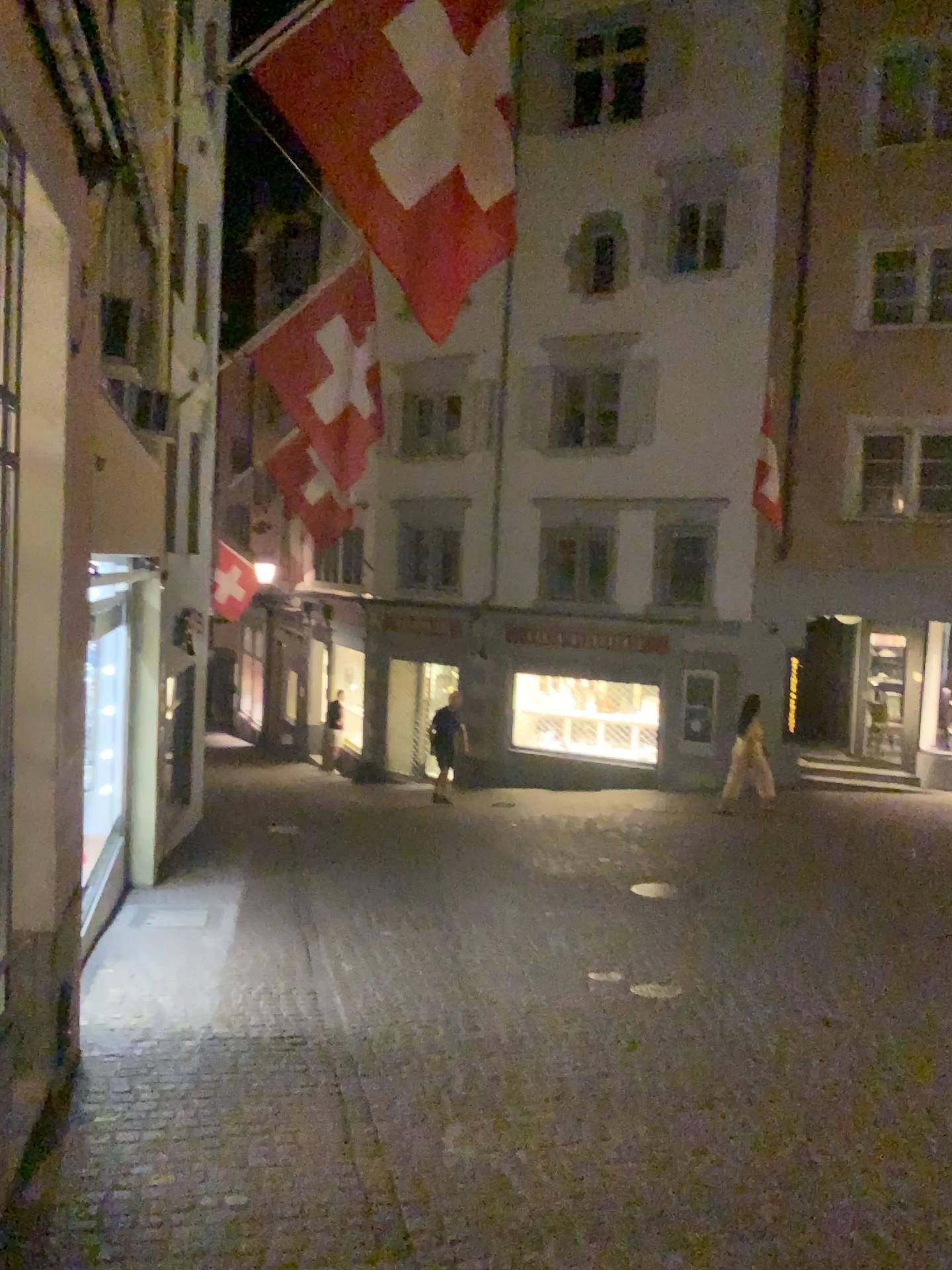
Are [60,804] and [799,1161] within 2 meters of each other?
no
